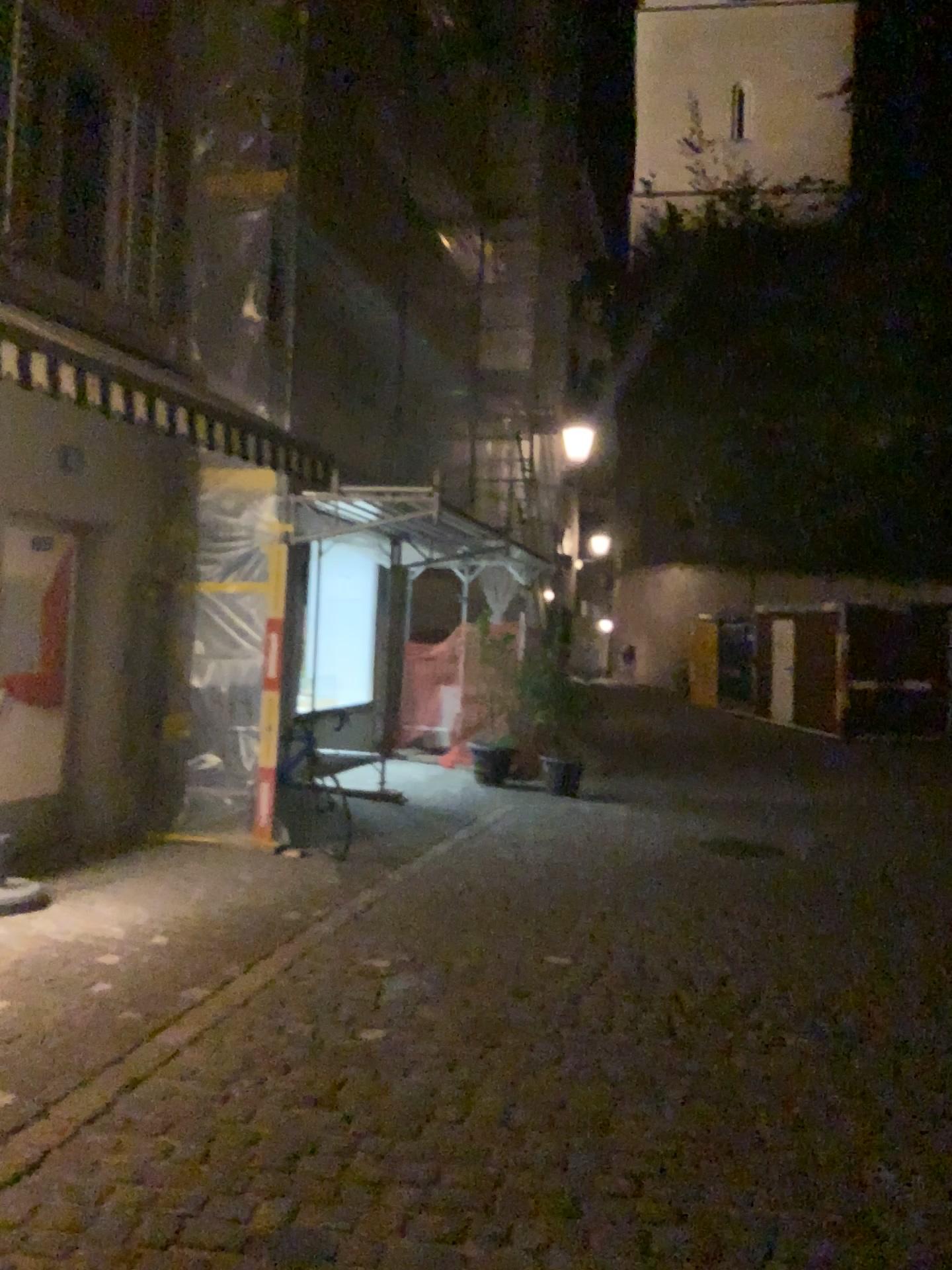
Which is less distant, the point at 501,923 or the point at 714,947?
the point at 714,947
